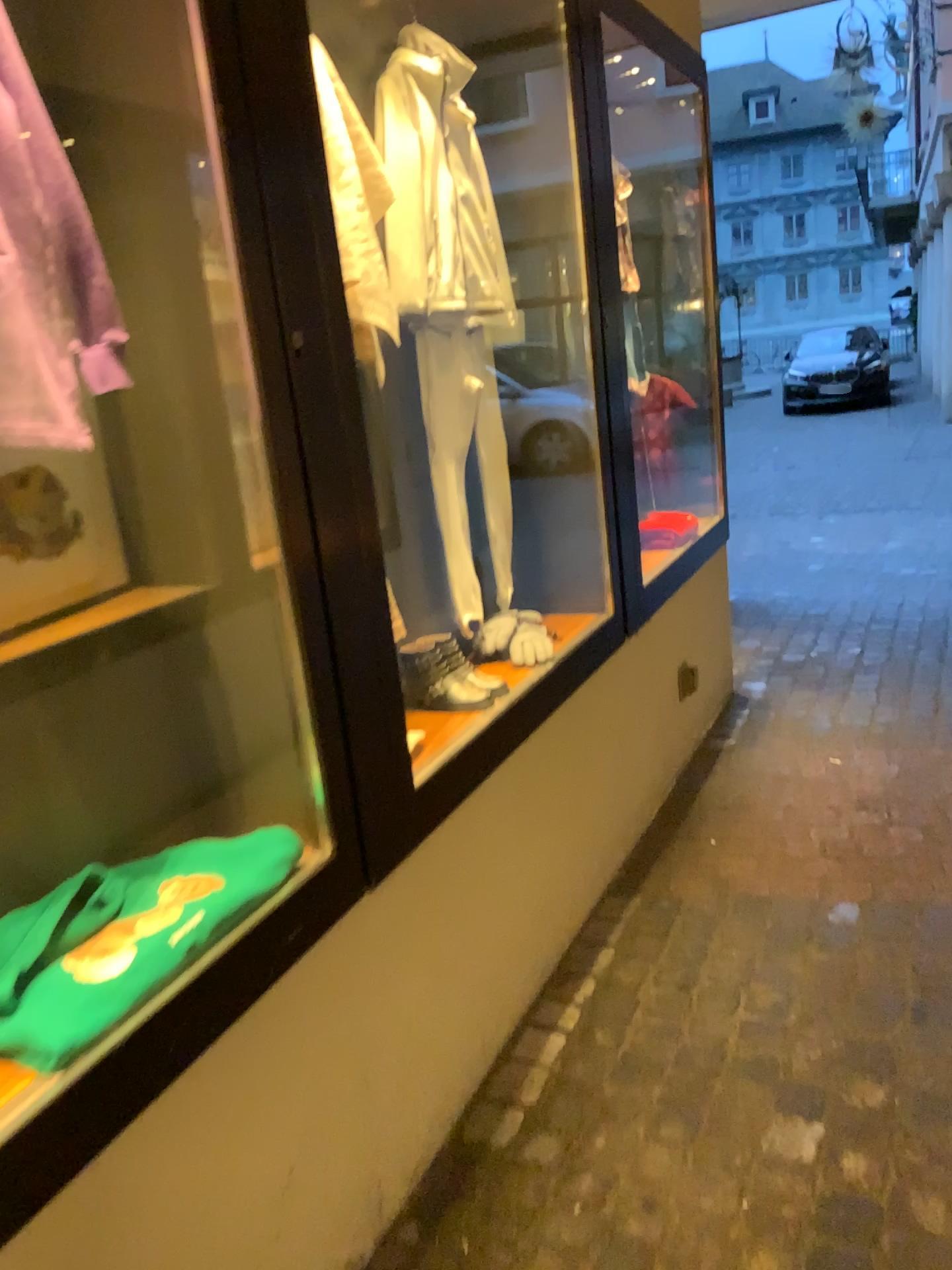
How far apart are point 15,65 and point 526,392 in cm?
152

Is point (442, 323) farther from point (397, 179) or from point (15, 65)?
point (15, 65)

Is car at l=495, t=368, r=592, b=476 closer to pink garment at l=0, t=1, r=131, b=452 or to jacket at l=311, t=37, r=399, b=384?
jacket at l=311, t=37, r=399, b=384

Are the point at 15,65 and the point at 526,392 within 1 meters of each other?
no

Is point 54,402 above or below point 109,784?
above

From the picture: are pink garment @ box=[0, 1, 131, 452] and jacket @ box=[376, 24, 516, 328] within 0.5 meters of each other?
no

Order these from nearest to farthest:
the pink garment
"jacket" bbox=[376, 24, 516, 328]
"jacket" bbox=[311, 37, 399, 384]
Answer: the pink garment, "jacket" bbox=[311, 37, 399, 384], "jacket" bbox=[376, 24, 516, 328]

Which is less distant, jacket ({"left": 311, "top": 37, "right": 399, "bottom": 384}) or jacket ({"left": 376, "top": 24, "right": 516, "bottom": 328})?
jacket ({"left": 311, "top": 37, "right": 399, "bottom": 384})

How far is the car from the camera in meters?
2.6 m

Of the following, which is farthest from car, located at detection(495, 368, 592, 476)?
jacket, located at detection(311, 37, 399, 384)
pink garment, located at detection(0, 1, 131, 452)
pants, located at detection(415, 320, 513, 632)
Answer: pink garment, located at detection(0, 1, 131, 452)
